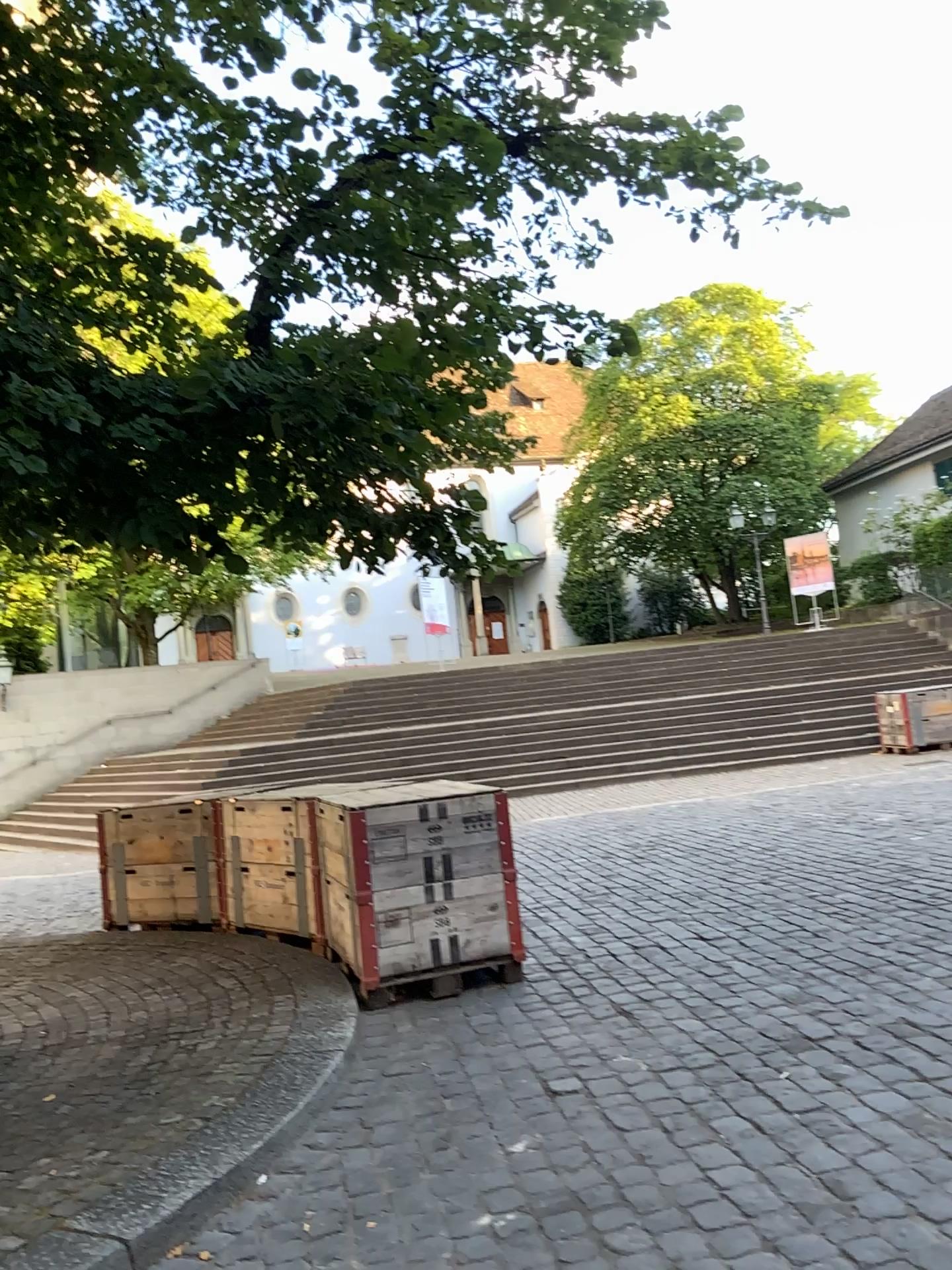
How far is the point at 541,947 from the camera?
5.6 meters
